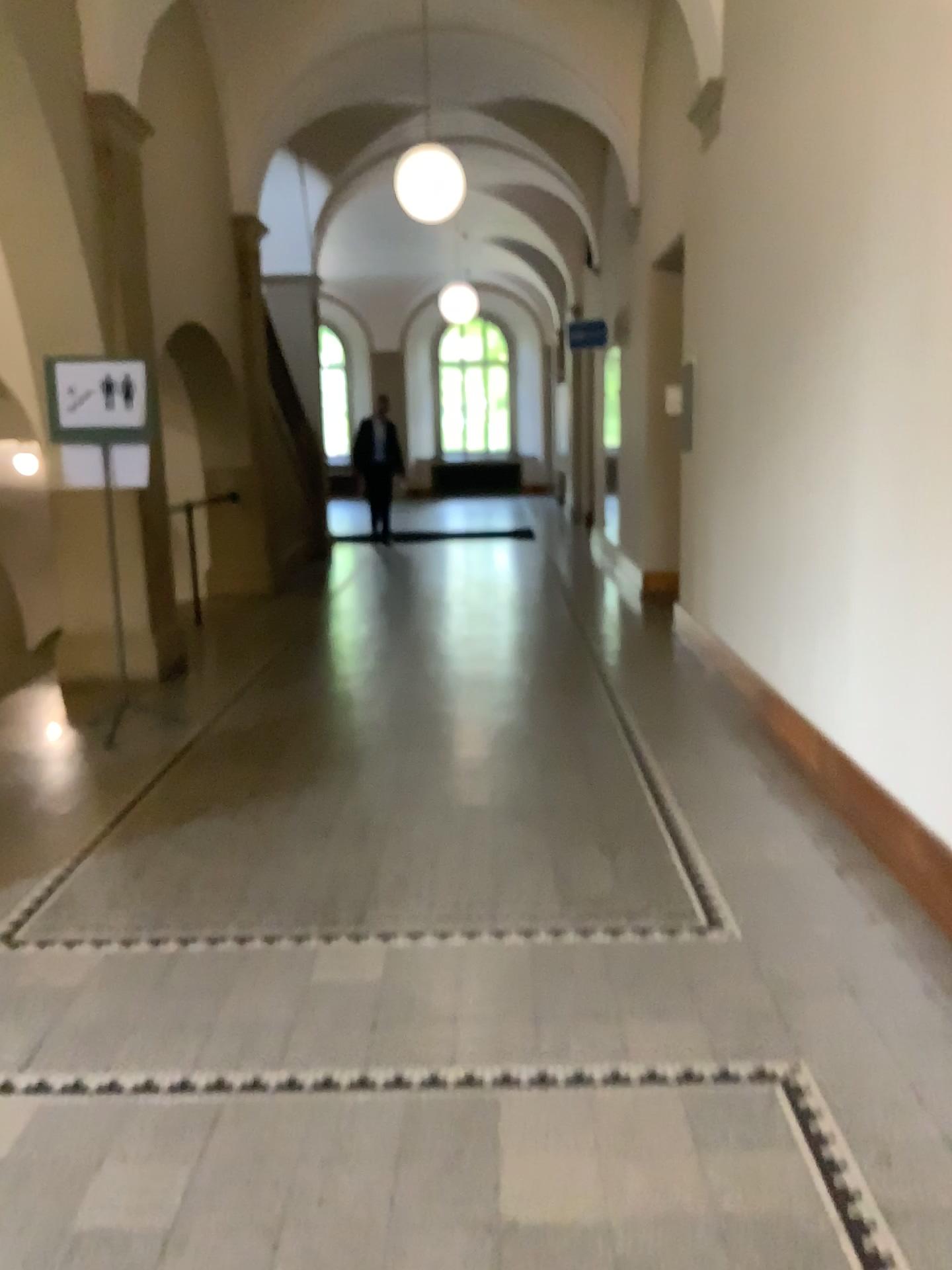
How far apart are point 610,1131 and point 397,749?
2.98m
